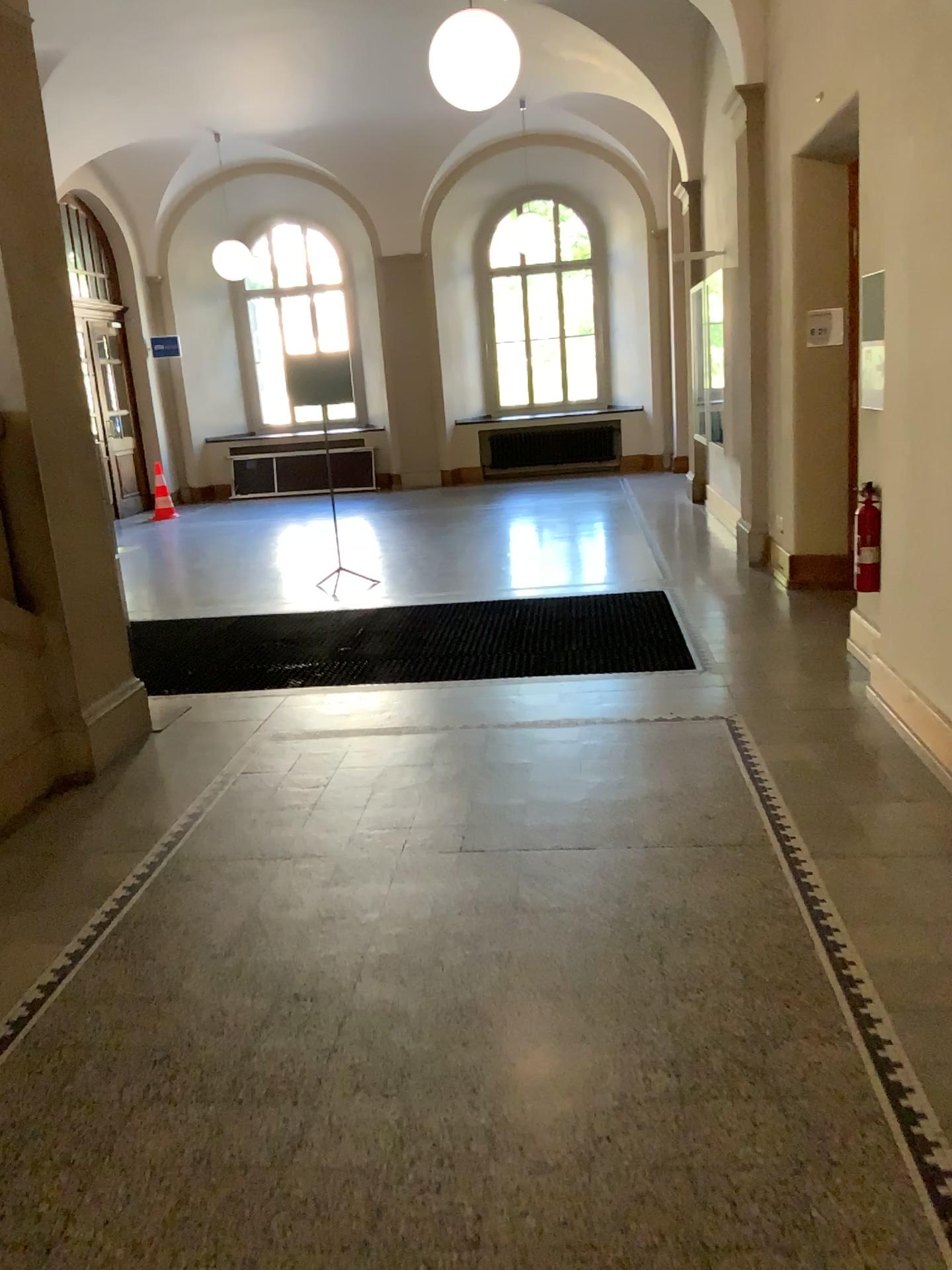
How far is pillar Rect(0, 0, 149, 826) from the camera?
4.2 meters

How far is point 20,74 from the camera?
4.16m

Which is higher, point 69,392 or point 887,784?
point 69,392
